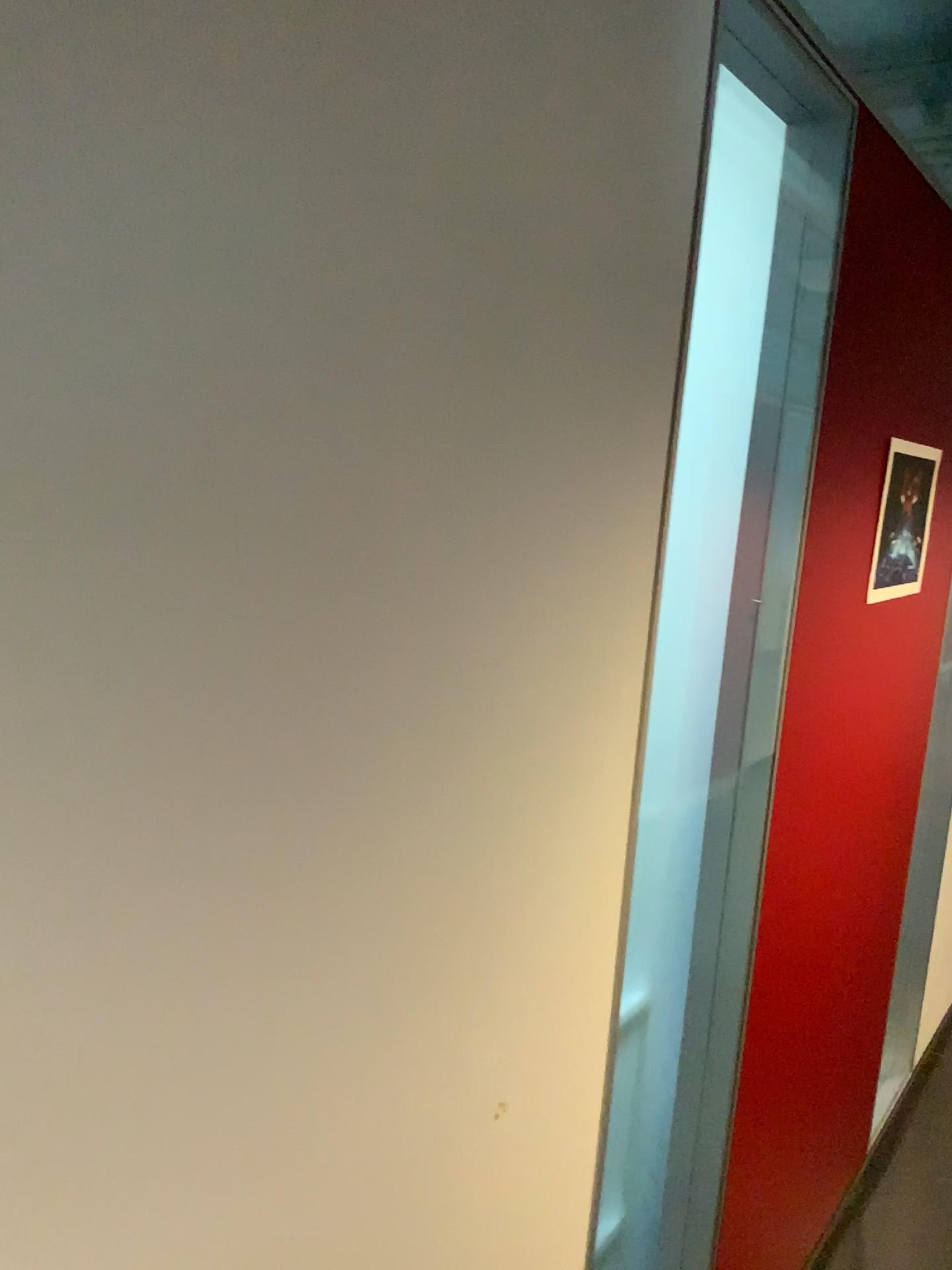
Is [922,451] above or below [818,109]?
below

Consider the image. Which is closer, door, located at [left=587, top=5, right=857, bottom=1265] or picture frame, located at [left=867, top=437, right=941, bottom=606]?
door, located at [left=587, top=5, right=857, bottom=1265]

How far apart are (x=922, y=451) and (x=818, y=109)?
0.55m

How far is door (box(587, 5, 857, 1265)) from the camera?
1.4m

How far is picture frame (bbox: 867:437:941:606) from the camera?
1.66m

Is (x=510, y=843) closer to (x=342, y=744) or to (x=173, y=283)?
(x=342, y=744)

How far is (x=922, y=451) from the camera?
1.7 meters
